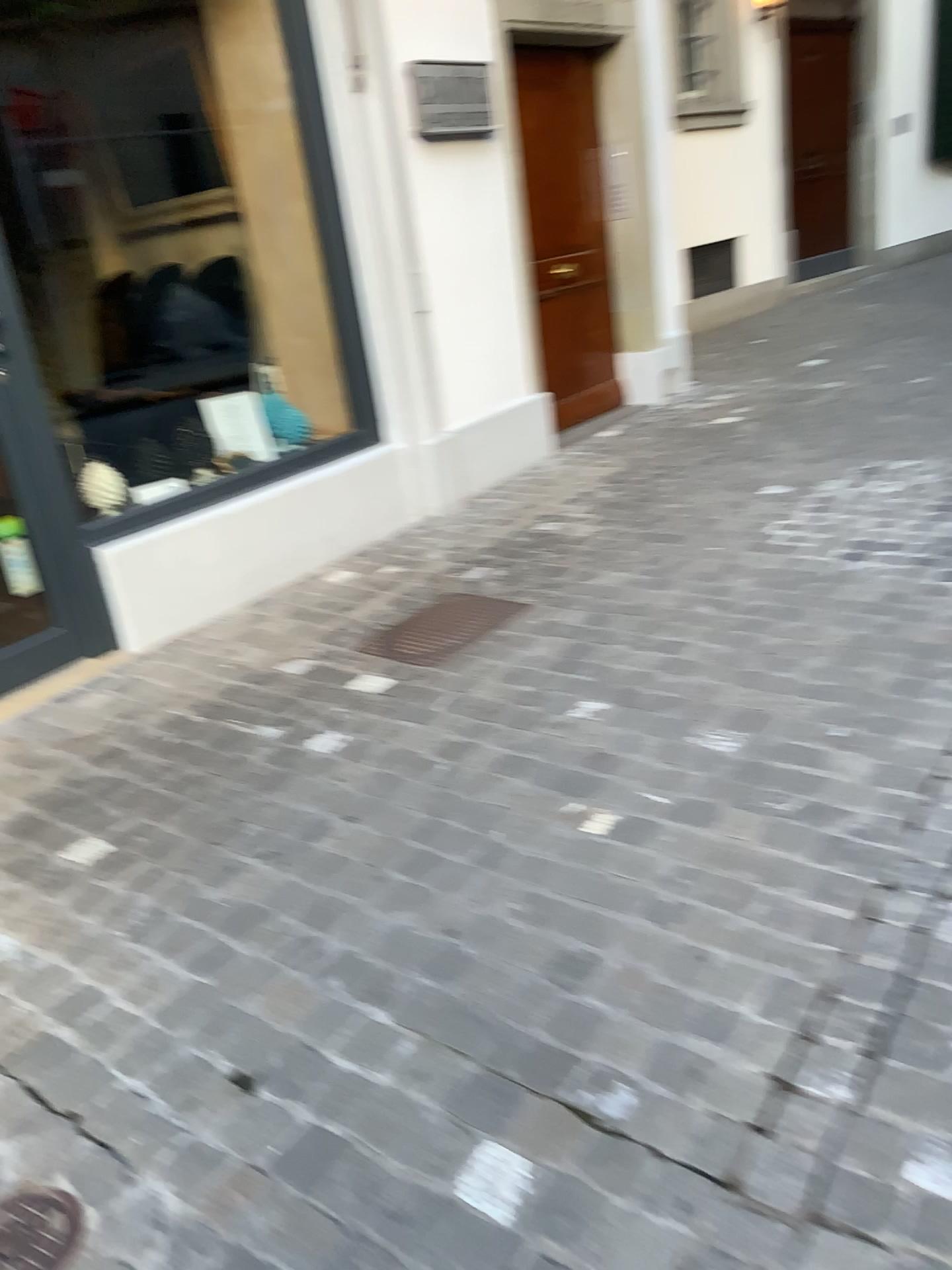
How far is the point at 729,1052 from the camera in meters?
1.7 m

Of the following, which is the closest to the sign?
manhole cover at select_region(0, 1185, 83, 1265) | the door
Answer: the door

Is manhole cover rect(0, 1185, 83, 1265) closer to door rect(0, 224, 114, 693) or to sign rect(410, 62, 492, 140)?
door rect(0, 224, 114, 693)

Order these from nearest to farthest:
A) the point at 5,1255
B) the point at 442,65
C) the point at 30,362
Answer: the point at 5,1255
the point at 30,362
the point at 442,65

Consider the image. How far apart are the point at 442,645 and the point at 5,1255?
2.09m

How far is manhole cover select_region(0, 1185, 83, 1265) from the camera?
1.5 meters

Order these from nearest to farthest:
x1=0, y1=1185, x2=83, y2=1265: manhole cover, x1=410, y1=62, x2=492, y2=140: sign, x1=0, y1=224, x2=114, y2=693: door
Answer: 1. x1=0, y1=1185, x2=83, y2=1265: manhole cover
2. x1=0, y1=224, x2=114, y2=693: door
3. x1=410, y1=62, x2=492, y2=140: sign

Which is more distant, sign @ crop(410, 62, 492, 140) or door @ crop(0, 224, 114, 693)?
Answer: sign @ crop(410, 62, 492, 140)

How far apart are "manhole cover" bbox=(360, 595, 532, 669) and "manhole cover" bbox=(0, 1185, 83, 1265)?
1.9m

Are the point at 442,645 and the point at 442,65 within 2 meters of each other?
no
